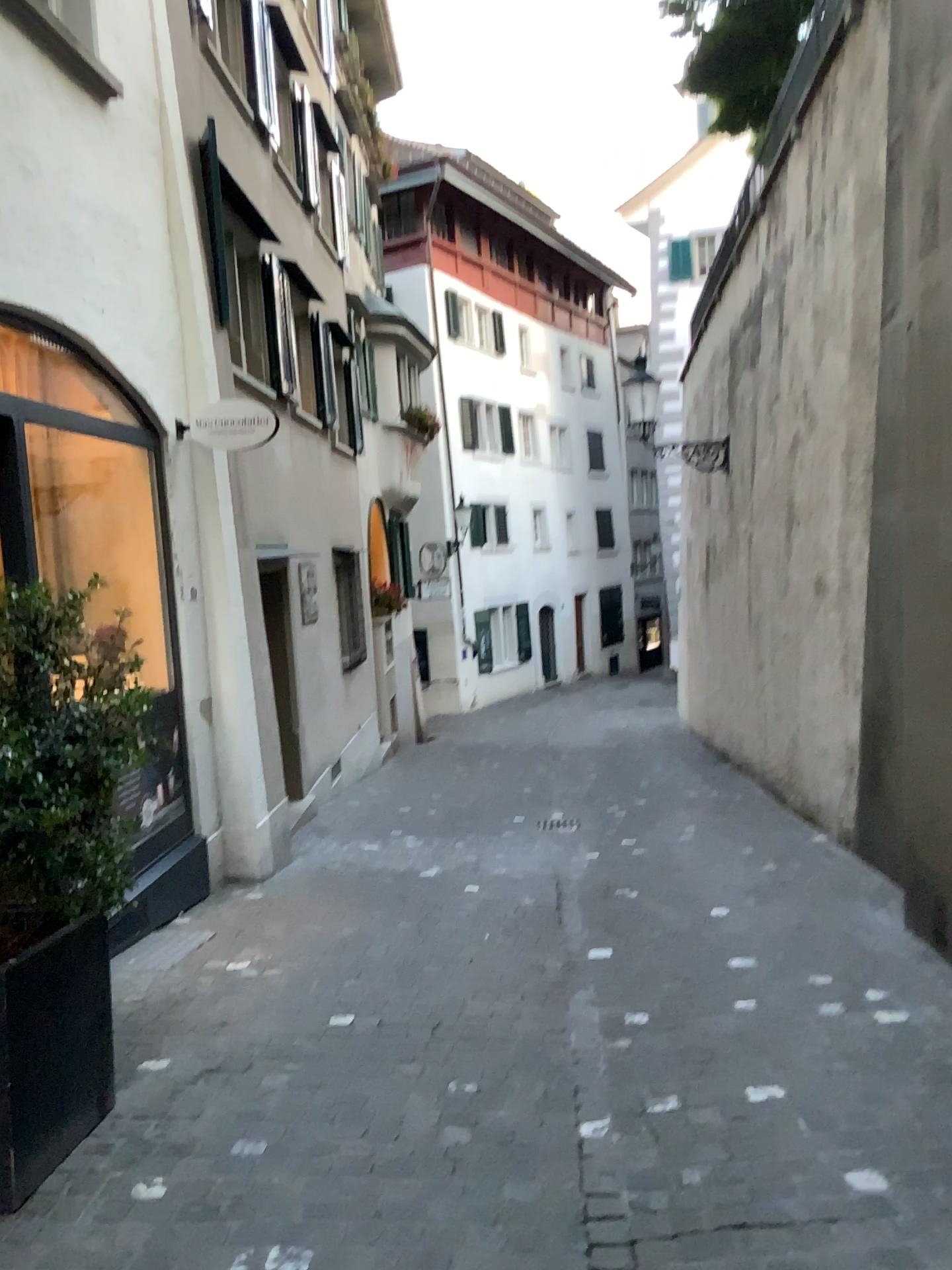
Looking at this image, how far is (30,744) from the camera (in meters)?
2.64

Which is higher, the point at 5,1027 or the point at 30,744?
the point at 30,744

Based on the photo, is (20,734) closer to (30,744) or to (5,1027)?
(30,744)

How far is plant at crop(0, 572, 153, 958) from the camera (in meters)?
2.64

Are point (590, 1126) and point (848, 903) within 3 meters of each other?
yes
